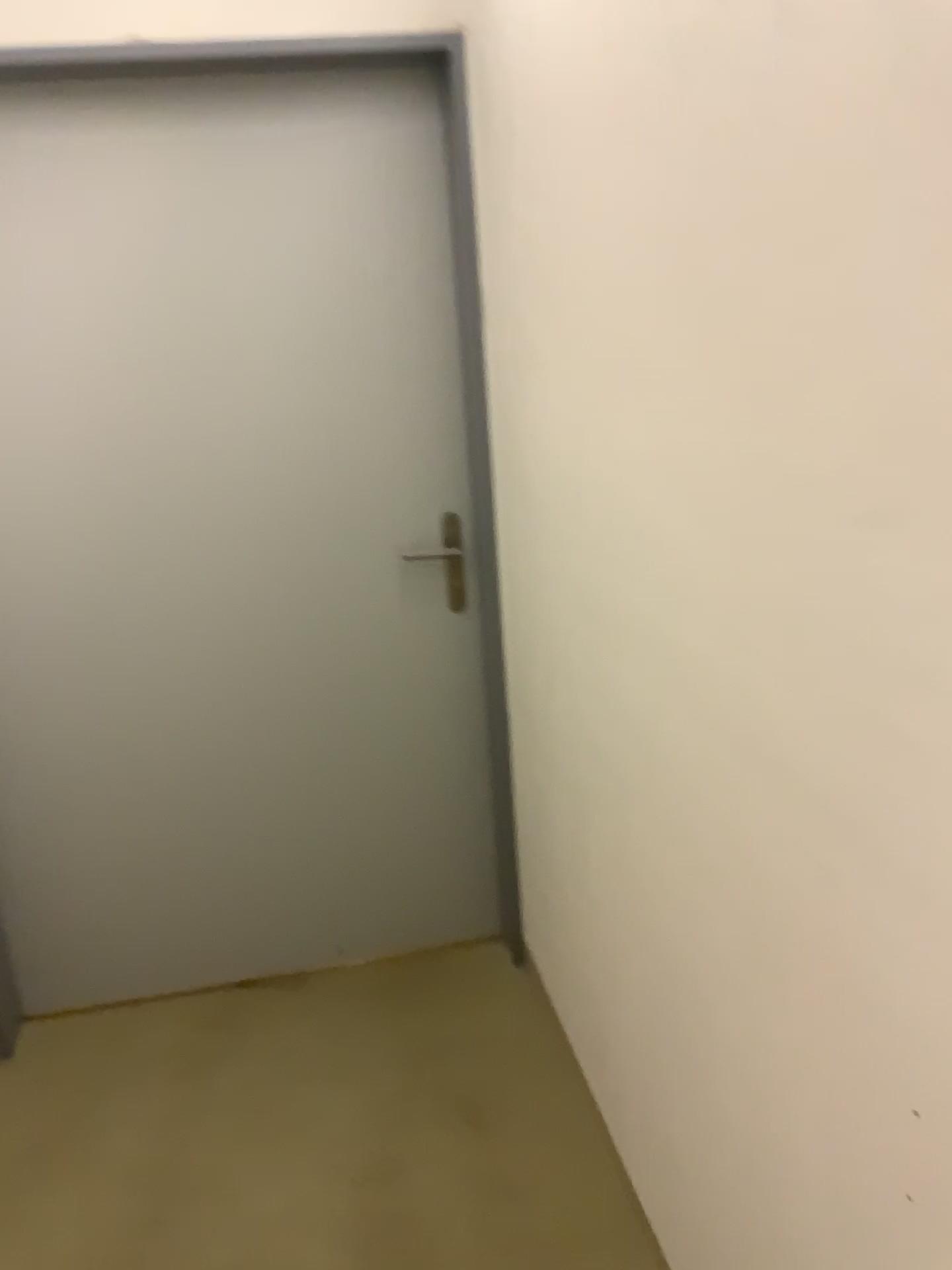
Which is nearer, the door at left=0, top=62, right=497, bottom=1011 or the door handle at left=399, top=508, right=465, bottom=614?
the door at left=0, top=62, right=497, bottom=1011

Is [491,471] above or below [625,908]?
above

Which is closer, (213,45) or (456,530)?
(213,45)

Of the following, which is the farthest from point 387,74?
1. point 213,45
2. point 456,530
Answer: point 456,530

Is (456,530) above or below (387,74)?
below

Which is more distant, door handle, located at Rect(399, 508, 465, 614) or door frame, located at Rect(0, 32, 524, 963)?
door handle, located at Rect(399, 508, 465, 614)
